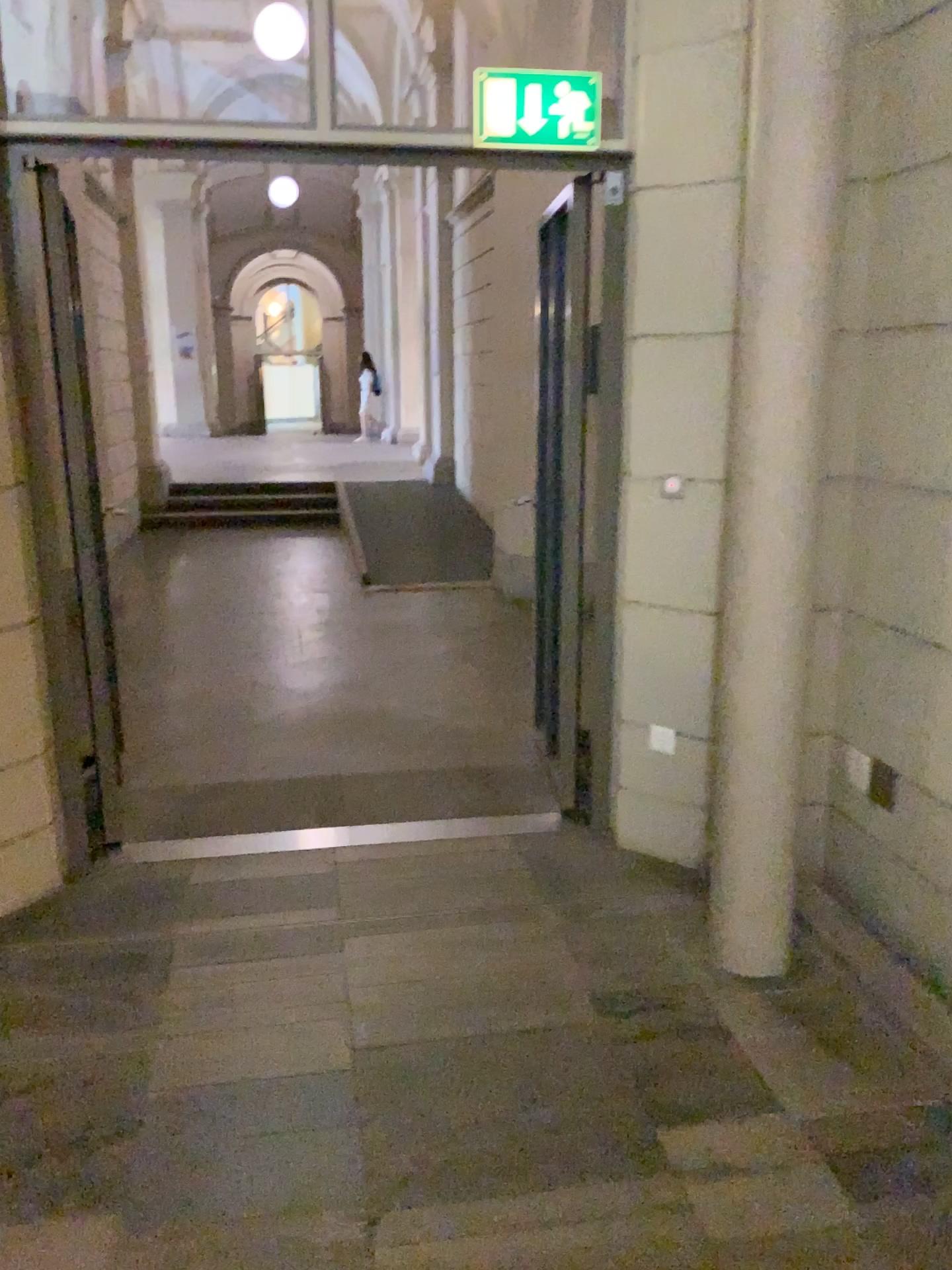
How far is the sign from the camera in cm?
301

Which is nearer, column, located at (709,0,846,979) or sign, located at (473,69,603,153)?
column, located at (709,0,846,979)

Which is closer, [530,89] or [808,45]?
[808,45]

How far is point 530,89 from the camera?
3.01m

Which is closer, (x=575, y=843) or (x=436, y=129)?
(x=436, y=129)
